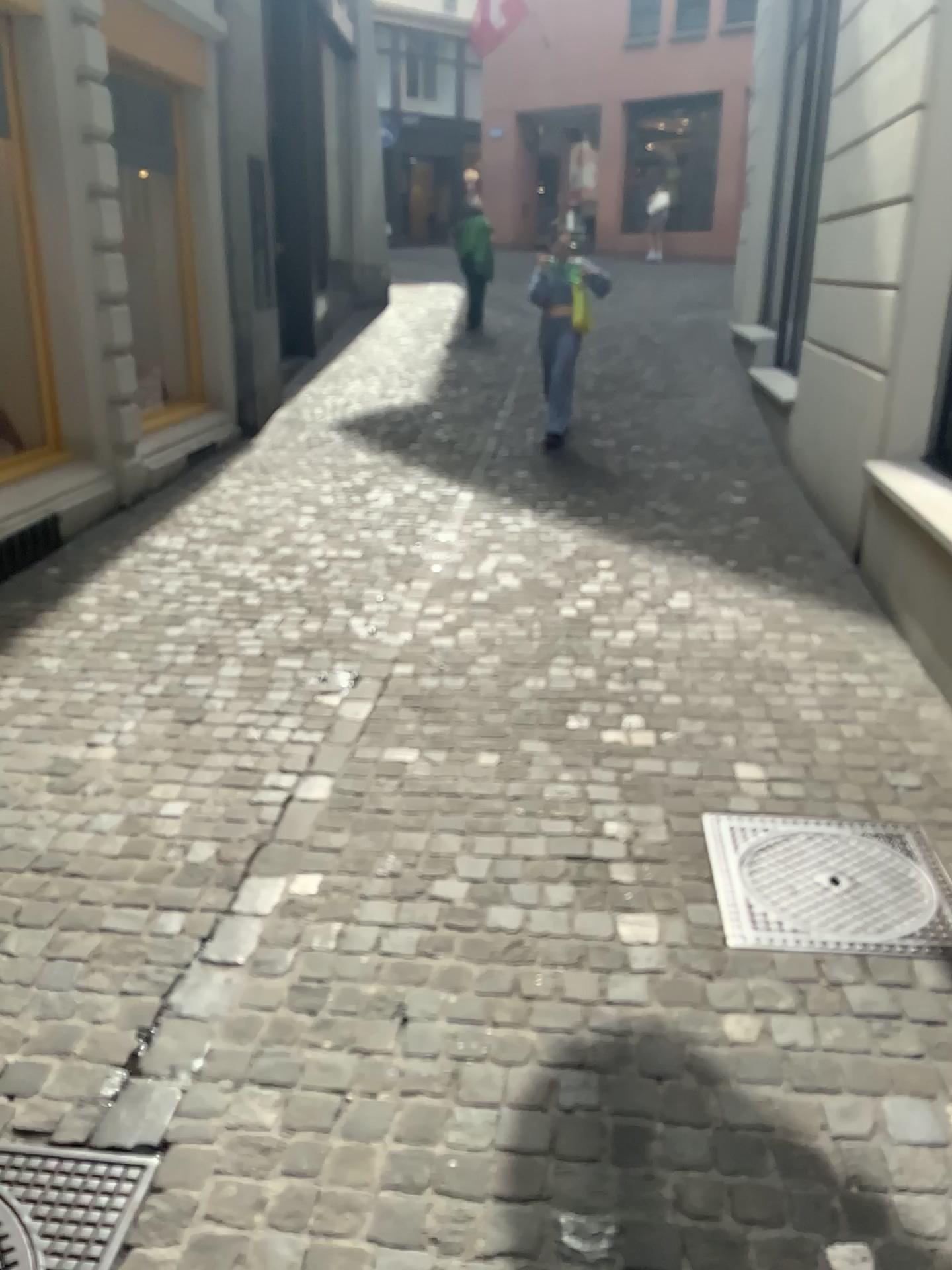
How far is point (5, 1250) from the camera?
1.7m

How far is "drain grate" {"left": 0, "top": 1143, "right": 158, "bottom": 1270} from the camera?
1.7 meters

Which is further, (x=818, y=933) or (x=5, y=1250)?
(x=818, y=933)

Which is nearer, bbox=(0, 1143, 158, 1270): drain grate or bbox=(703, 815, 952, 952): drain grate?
bbox=(0, 1143, 158, 1270): drain grate

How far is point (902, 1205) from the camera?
1.8 meters
